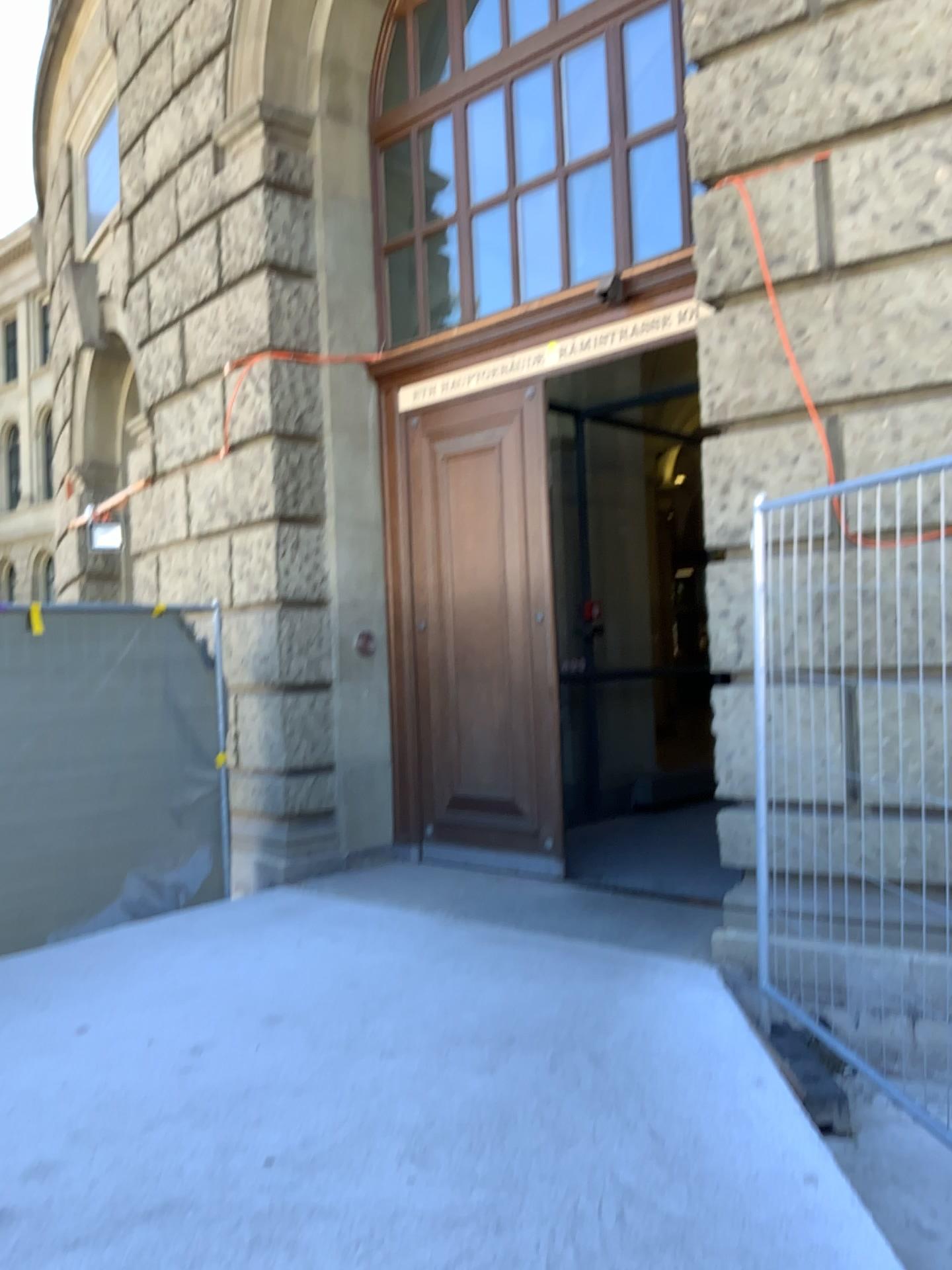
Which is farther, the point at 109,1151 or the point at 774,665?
the point at 774,665
